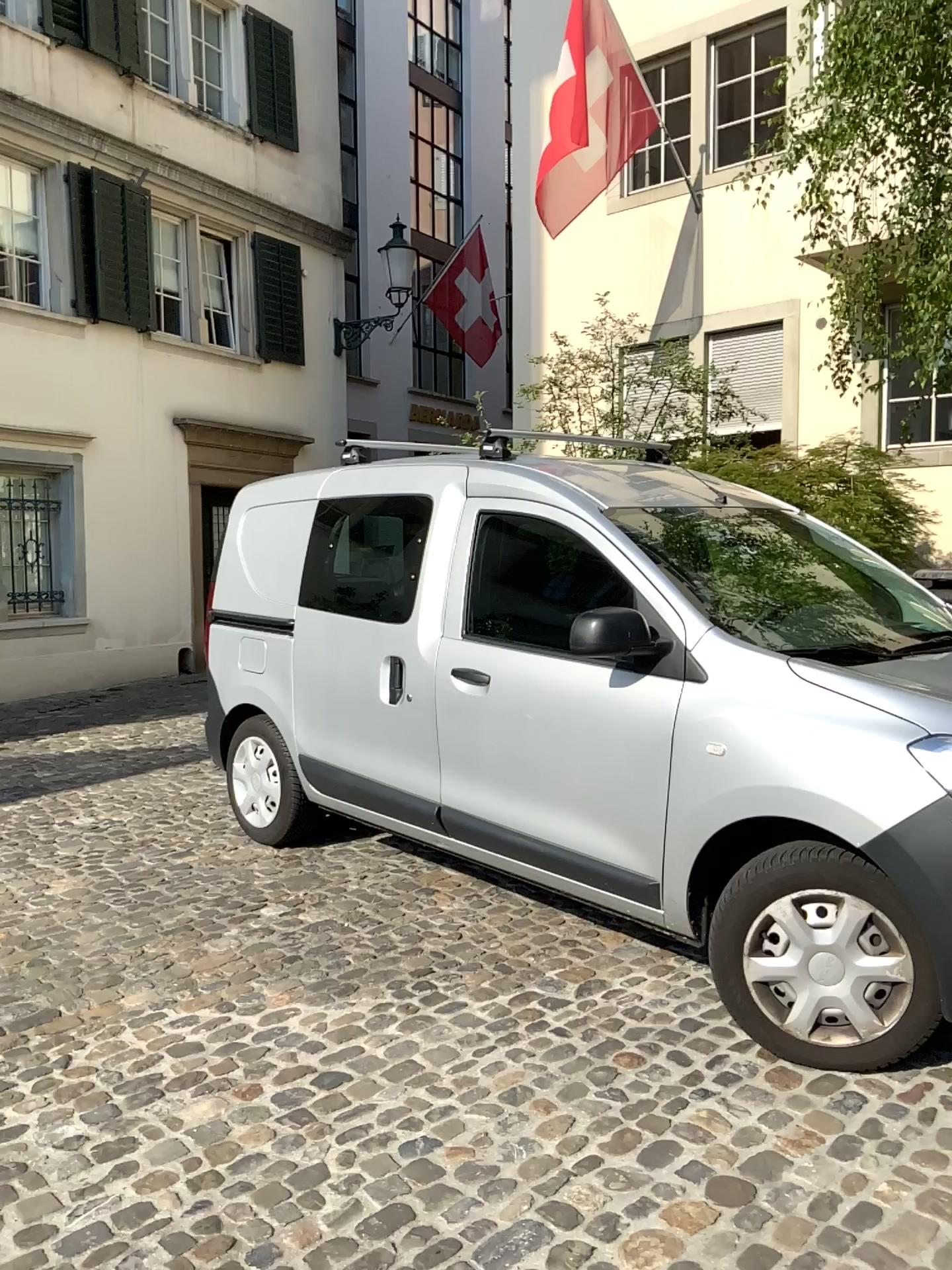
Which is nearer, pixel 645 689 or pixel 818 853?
pixel 818 853

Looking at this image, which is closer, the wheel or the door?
the wheel

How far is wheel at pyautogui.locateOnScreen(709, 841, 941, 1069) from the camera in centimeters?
274cm

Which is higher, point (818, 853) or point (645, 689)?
point (645, 689)

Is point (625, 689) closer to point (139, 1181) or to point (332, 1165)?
point (332, 1165)

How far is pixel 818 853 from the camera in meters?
2.7
